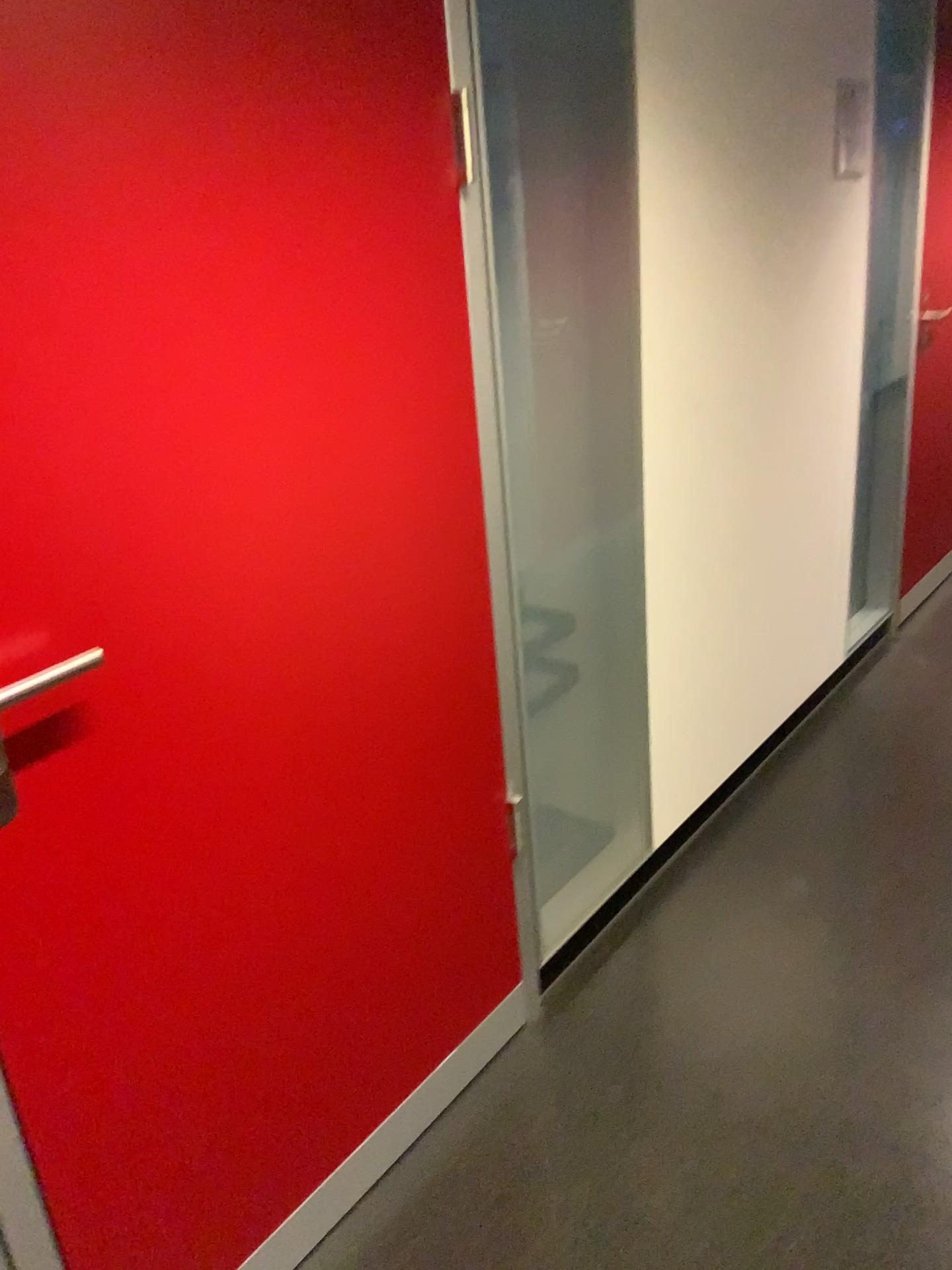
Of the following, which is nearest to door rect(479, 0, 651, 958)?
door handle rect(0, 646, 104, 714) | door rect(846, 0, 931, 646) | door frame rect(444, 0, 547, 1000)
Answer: door frame rect(444, 0, 547, 1000)

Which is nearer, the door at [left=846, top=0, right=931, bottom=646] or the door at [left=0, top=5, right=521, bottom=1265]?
the door at [left=0, top=5, right=521, bottom=1265]

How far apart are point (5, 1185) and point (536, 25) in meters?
1.9

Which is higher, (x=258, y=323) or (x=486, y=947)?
(x=258, y=323)

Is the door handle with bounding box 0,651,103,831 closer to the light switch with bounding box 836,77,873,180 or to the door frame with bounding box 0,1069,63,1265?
the door frame with bounding box 0,1069,63,1265

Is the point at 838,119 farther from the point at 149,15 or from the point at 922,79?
the point at 149,15

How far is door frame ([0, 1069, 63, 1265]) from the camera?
1.2 meters

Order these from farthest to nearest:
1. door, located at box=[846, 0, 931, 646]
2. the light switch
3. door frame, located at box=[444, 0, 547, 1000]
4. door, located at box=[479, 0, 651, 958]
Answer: door, located at box=[846, 0, 931, 646]
the light switch
door, located at box=[479, 0, 651, 958]
door frame, located at box=[444, 0, 547, 1000]

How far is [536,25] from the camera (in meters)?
1.88

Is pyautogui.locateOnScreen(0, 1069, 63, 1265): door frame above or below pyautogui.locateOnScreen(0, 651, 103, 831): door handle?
below
